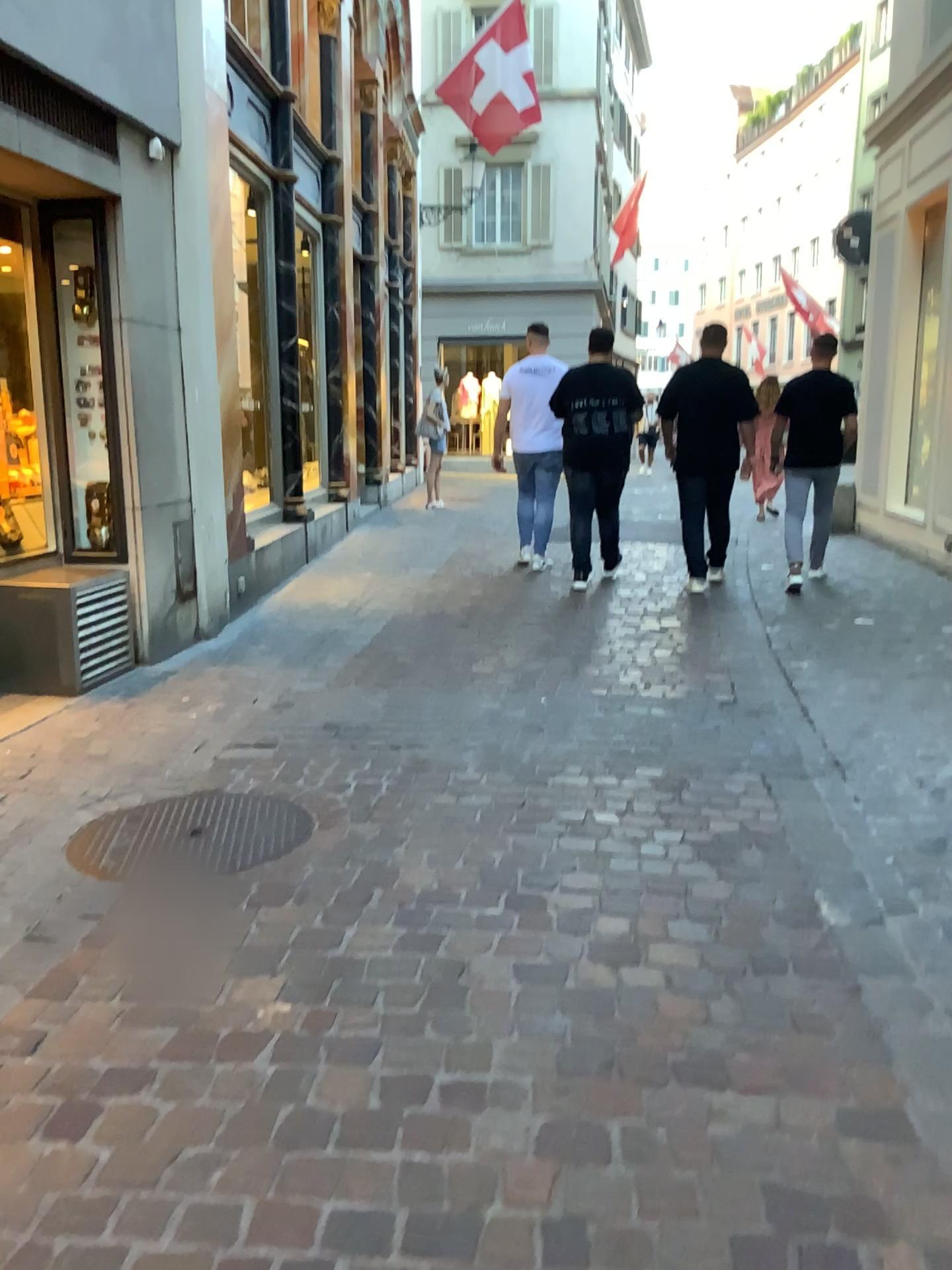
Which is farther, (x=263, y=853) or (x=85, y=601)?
(x=85, y=601)

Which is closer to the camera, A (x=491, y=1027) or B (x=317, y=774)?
A (x=491, y=1027)

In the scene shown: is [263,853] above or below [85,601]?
below

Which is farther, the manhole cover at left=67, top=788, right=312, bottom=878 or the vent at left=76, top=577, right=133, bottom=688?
the vent at left=76, top=577, right=133, bottom=688
